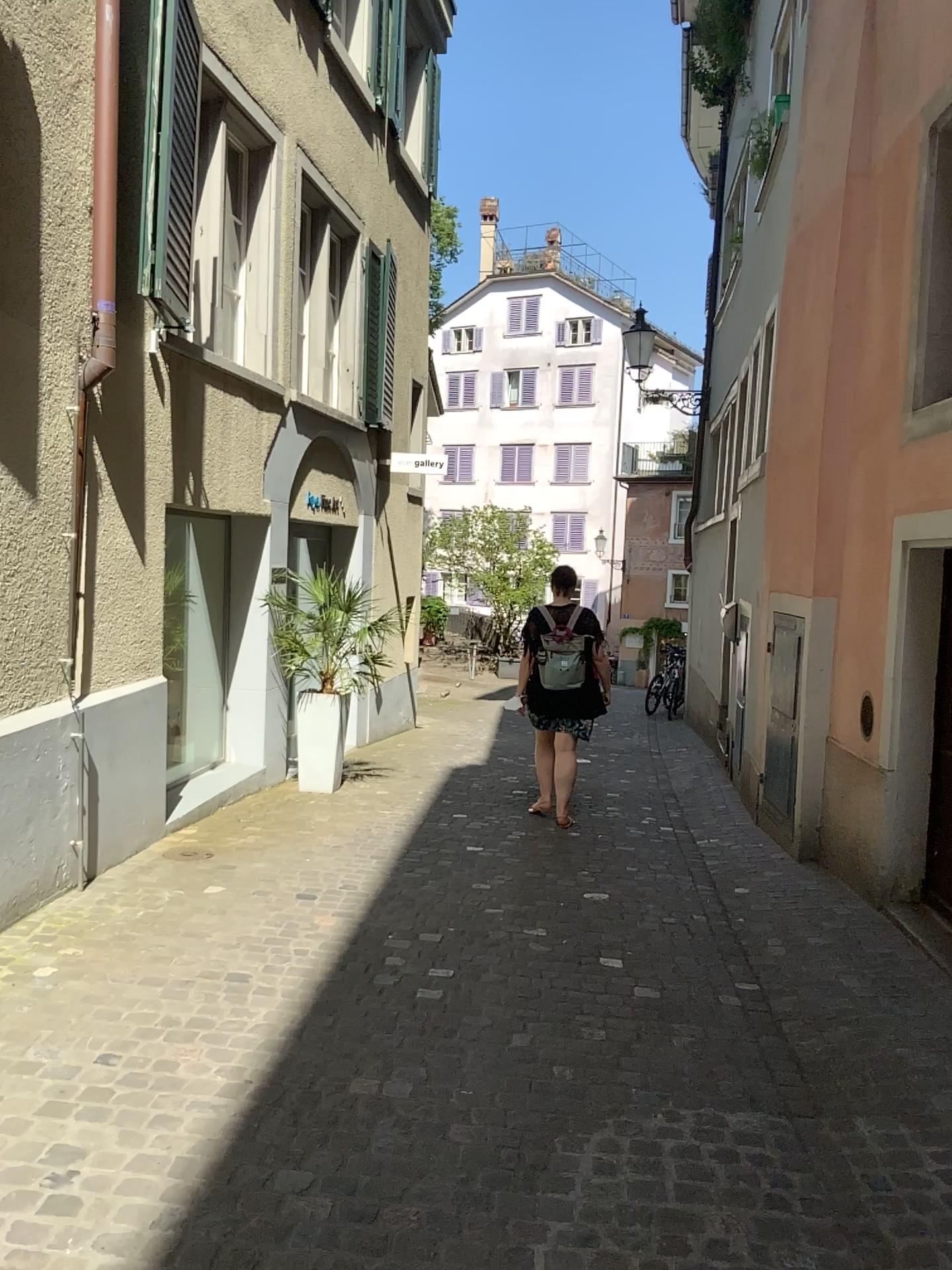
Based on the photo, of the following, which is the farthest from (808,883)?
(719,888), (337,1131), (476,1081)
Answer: (337,1131)
